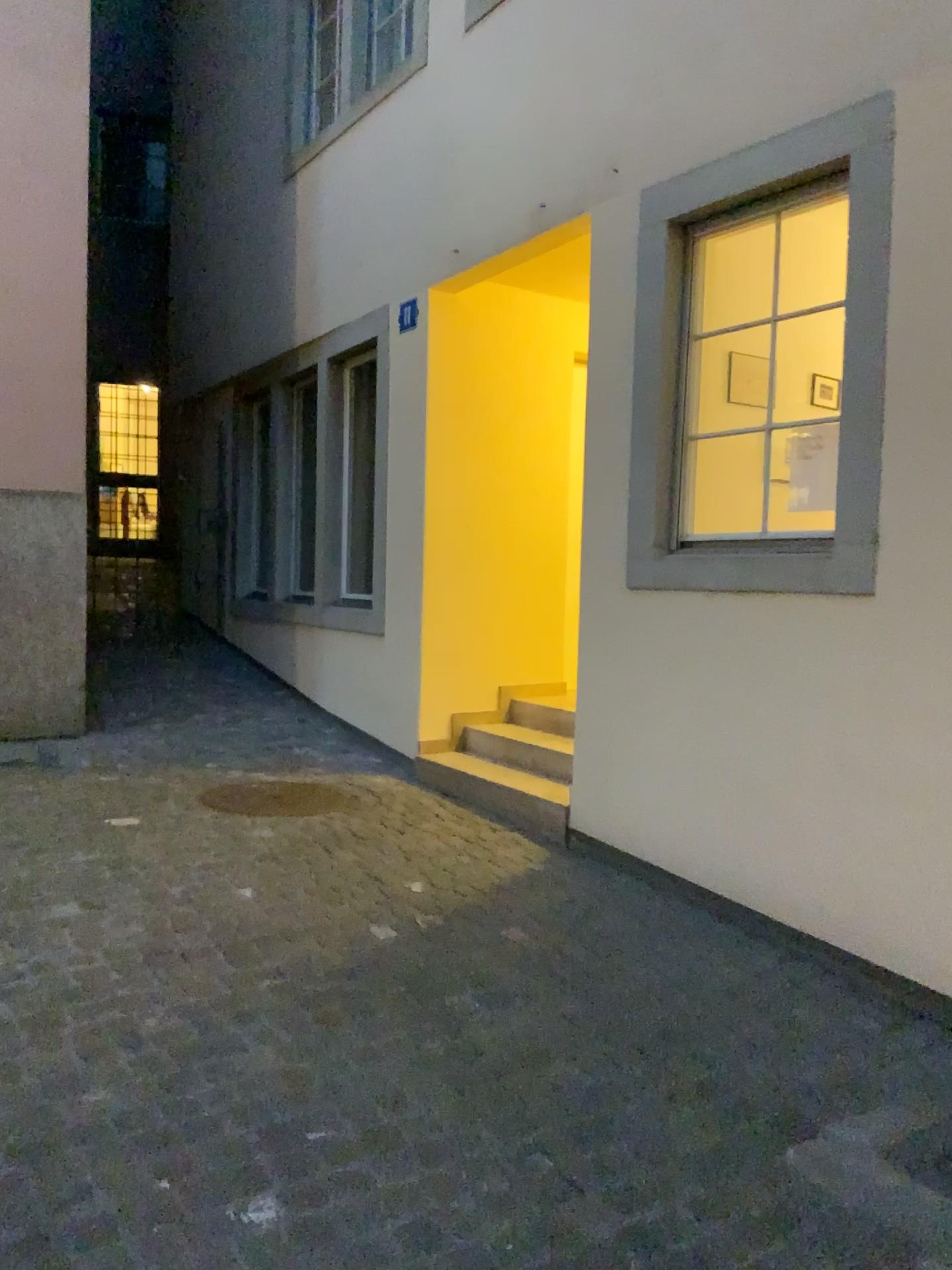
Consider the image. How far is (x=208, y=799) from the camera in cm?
474

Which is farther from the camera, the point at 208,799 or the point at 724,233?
the point at 208,799

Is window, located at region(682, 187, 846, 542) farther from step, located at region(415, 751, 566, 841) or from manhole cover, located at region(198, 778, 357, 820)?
manhole cover, located at region(198, 778, 357, 820)

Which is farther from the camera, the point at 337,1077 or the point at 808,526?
the point at 808,526

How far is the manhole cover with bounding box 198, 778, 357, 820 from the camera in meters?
4.7 m

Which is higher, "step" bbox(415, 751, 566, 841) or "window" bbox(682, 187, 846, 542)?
"window" bbox(682, 187, 846, 542)

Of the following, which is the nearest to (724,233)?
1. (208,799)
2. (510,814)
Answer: (510,814)

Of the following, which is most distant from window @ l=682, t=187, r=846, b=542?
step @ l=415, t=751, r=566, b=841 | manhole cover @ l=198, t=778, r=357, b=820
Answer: manhole cover @ l=198, t=778, r=357, b=820

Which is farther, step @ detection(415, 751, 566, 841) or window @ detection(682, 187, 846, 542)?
step @ detection(415, 751, 566, 841)
